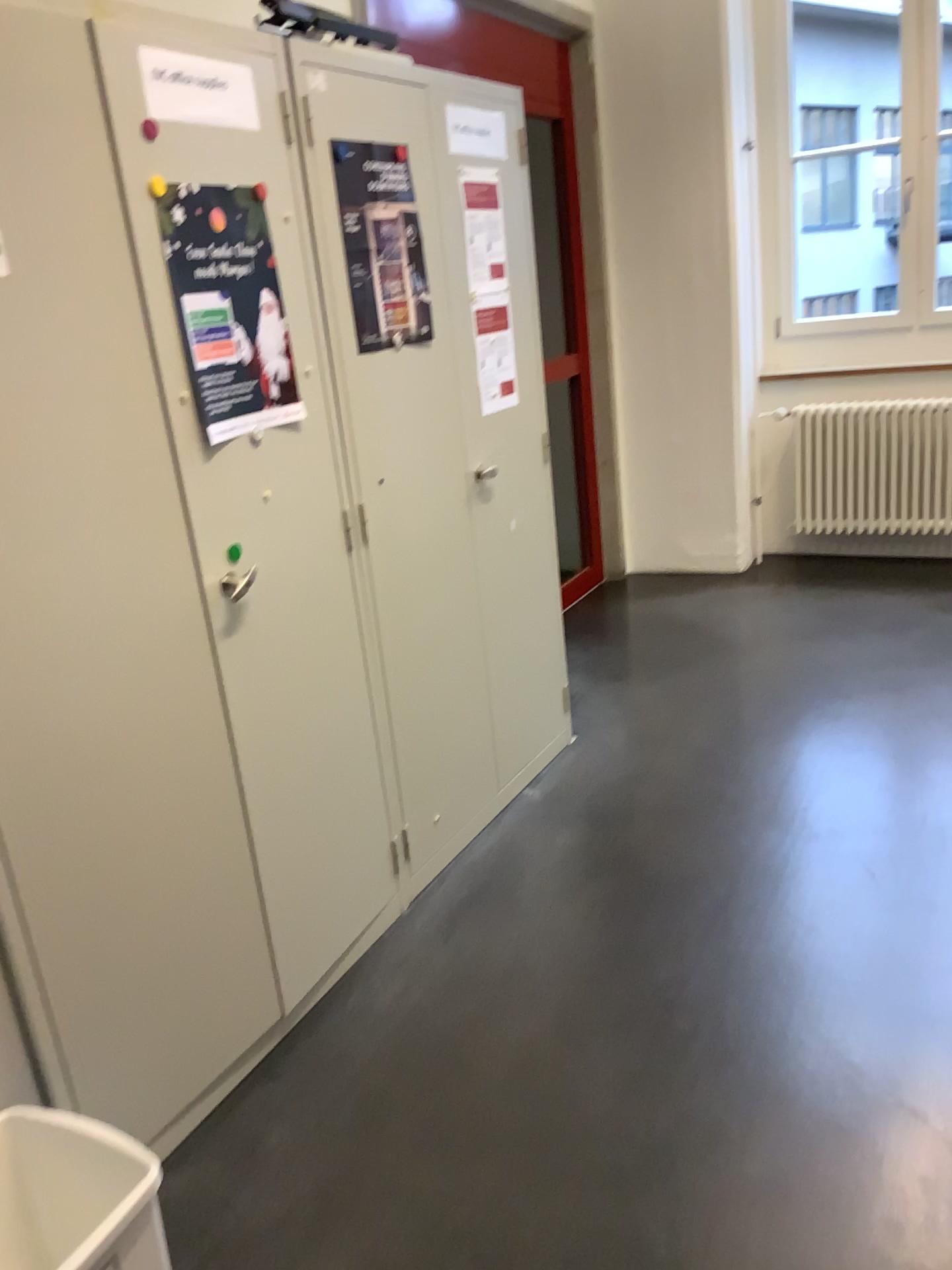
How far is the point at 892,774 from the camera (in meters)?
2.91

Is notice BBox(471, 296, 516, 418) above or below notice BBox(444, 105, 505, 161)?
below

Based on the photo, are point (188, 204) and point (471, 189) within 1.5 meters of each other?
yes

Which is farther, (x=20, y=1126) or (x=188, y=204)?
(x=188, y=204)

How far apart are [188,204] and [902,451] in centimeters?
369cm

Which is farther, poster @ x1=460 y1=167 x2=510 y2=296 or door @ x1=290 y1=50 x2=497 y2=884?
poster @ x1=460 y1=167 x2=510 y2=296

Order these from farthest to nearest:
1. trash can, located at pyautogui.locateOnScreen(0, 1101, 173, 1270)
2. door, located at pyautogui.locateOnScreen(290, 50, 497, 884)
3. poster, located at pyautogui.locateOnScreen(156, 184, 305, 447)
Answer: door, located at pyautogui.locateOnScreen(290, 50, 497, 884)
poster, located at pyautogui.locateOnScreen(156, 184, 305, 447)
trash can, located at pyautogui.locateOnScreen(0, 1101, 173, 1270)

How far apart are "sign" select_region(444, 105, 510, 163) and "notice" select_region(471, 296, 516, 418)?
0.4m

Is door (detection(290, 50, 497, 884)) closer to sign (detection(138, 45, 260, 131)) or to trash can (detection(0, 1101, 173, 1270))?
sign (detection(138, 45, 260, 131))

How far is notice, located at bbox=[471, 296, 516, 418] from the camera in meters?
2.7
